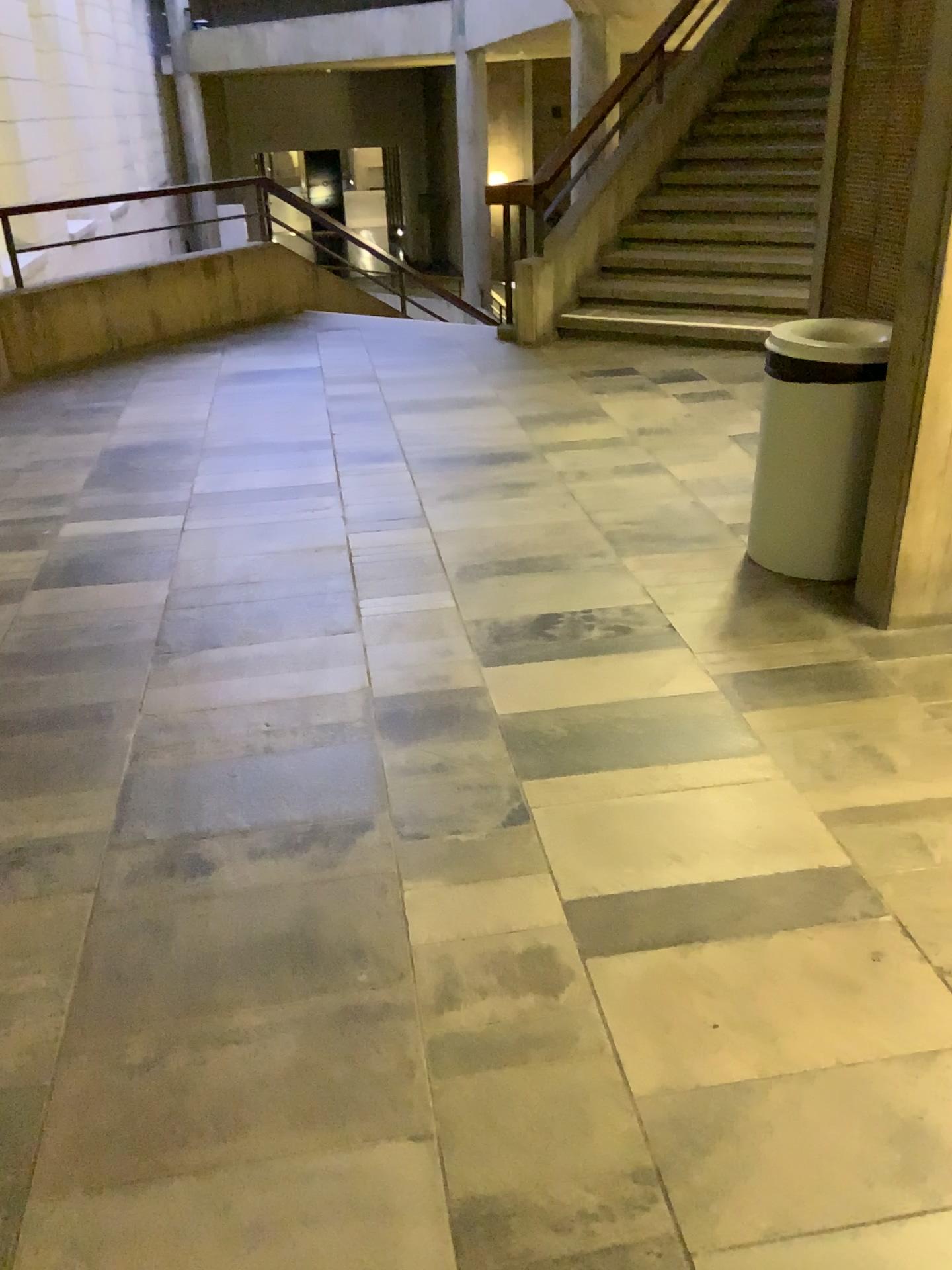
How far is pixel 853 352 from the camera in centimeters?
311cm

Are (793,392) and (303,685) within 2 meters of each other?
yes

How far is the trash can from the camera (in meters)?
3.11
